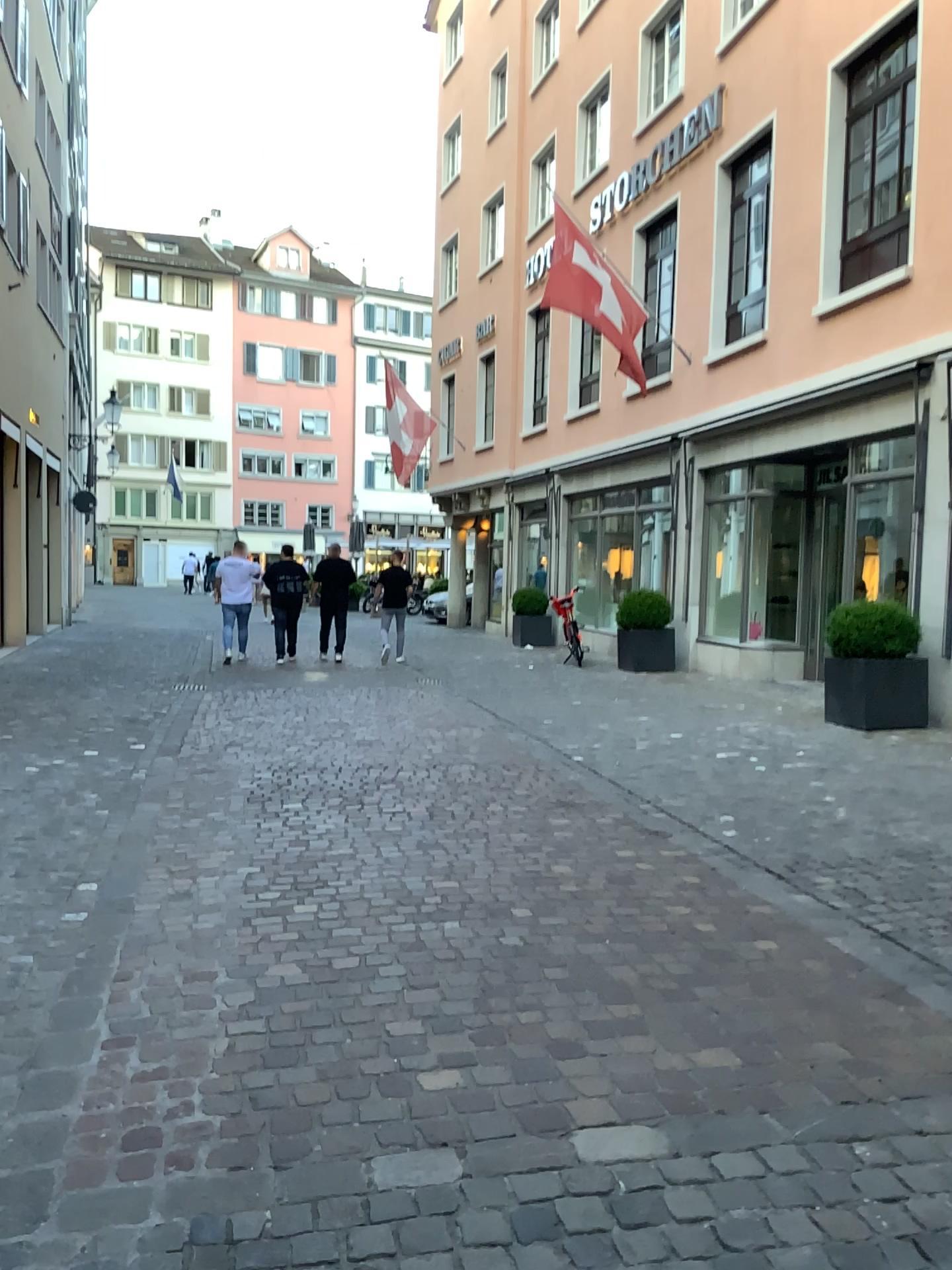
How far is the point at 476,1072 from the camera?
2.7m
